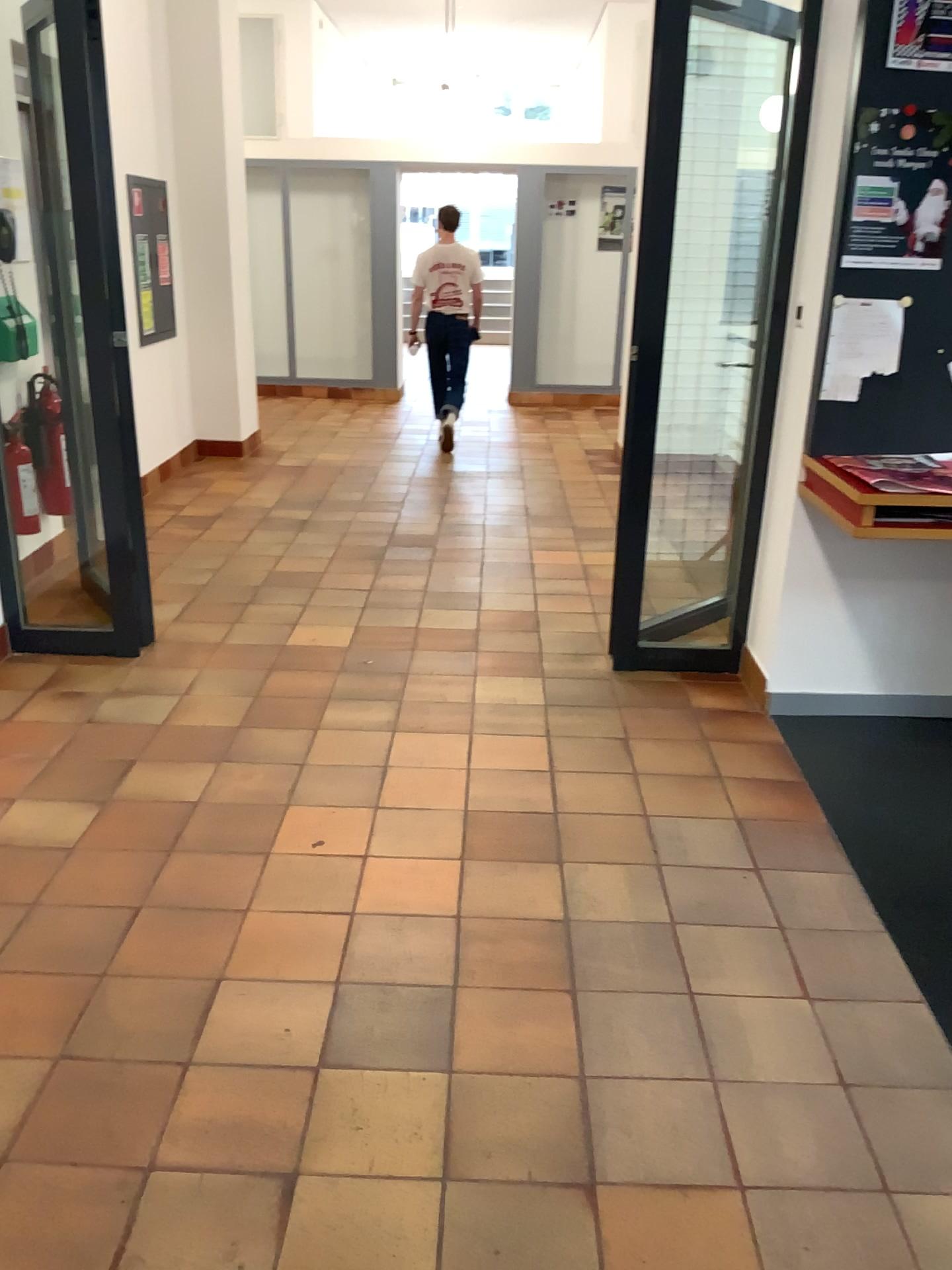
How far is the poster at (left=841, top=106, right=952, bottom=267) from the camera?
3.0m

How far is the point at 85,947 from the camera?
2.35m

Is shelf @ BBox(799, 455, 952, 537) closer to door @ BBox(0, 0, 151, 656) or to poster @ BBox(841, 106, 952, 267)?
poster @ BBox(841, 106, 952, 267)

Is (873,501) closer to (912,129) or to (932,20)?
(912,129)

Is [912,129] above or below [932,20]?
below

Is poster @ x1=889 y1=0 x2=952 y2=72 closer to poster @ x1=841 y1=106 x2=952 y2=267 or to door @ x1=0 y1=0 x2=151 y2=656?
poster @ x1=841 y1=106 x2=952 y2=267

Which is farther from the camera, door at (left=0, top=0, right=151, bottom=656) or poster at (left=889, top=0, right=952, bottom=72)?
door at (left=0, top=0, right=151, bottom=656)

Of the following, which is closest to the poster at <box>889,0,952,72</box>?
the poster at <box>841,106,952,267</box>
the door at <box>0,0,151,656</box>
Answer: the poster at <box>841,106,952,267</box>

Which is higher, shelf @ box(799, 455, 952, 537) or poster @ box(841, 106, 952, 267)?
poster @ box(841, 106, 952, 267)

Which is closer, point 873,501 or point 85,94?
point 873,501
